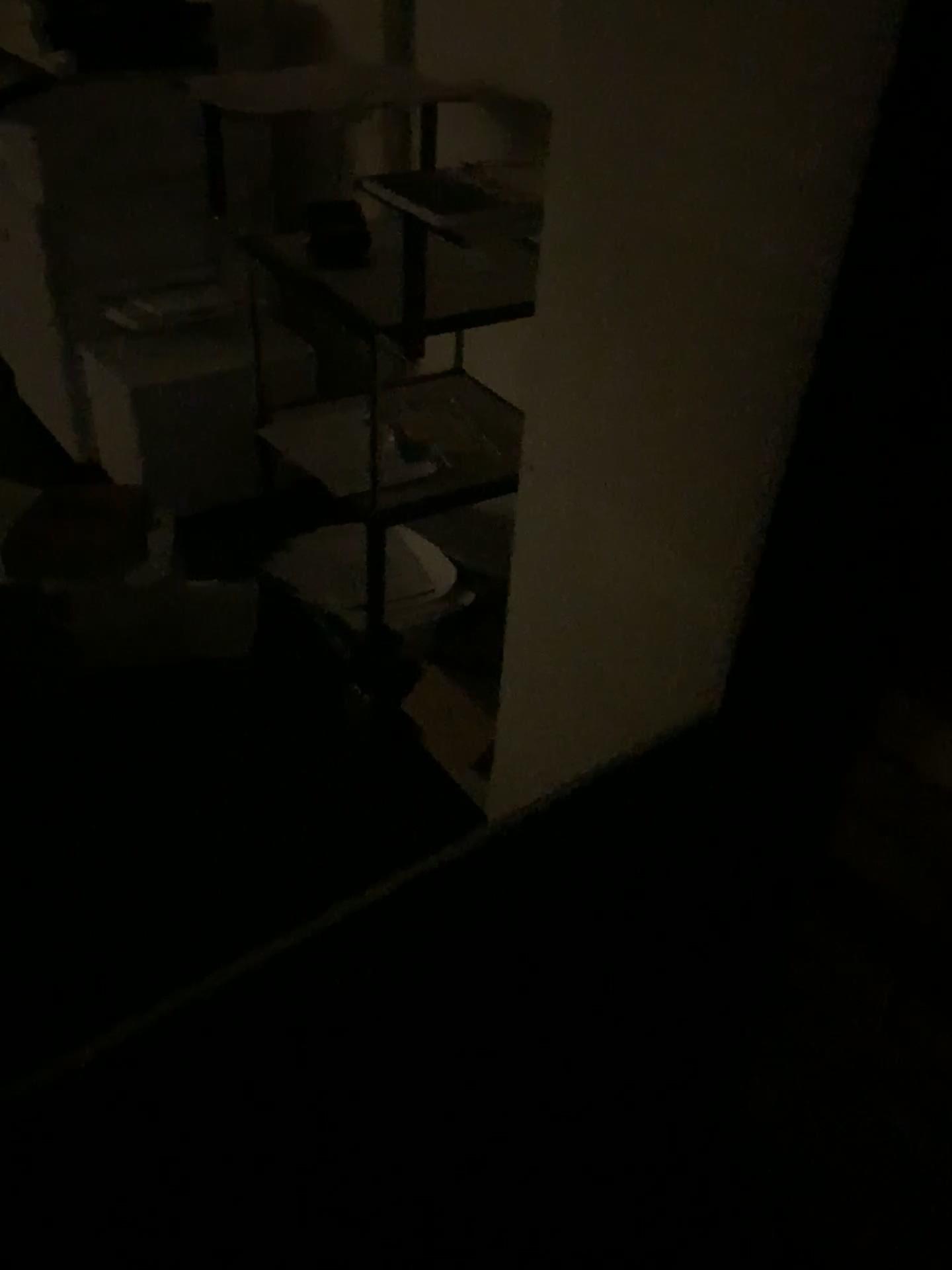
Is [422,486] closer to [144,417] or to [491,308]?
[491,308]

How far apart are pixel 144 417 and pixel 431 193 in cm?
140

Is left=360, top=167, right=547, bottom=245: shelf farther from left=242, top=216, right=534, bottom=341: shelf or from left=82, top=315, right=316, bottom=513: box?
left=82, top=315, right=316, bottom=513: box

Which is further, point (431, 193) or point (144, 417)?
point (144, 417)

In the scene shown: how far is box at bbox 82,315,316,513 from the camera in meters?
2.7

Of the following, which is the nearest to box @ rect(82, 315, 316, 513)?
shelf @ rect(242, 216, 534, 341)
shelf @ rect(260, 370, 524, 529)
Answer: shelf @ rect(260, 370, 524, 529)

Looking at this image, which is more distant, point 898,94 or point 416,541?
point 416,541

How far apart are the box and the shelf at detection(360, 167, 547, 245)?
1.0 meters

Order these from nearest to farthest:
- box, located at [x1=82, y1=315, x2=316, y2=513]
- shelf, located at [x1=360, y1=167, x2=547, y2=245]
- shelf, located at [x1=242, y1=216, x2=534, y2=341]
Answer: shelf, located at [x1=360, y1=167, x2=547, y2=245] < shelf, located at [x1=242, y1=216, x2=534, y2=341] < box, located at [x1=82, y1=315, x2=316, y2=513]

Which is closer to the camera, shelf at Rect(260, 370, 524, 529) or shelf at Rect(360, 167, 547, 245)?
shelf at Rect(360, 167, 547, 245)
